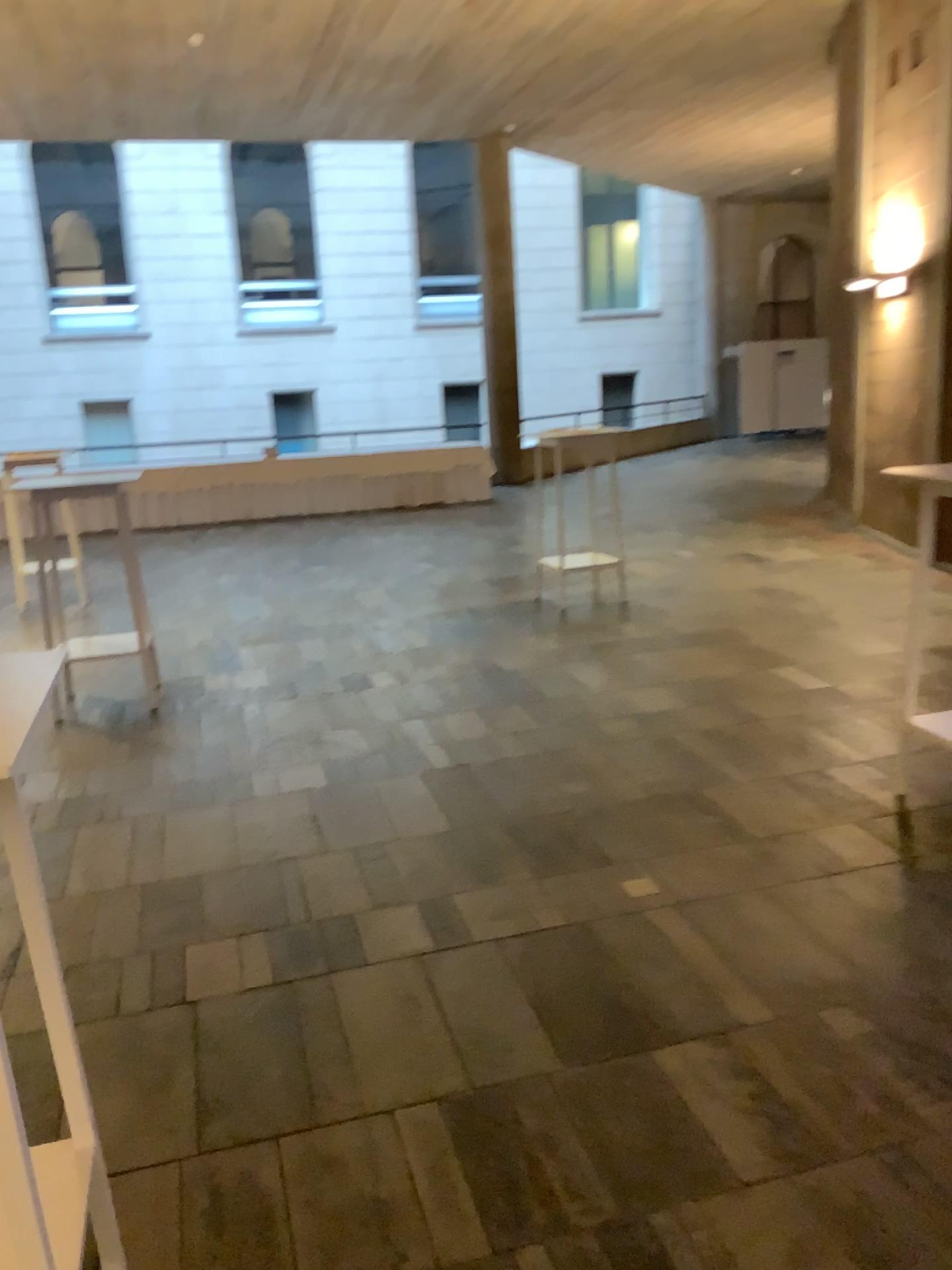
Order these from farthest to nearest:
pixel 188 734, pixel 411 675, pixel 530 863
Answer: pixel 411 675 → pixel 188 734 → pixel 530 863

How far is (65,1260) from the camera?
1.6 meters

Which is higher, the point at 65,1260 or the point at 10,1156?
the point at 10,1156

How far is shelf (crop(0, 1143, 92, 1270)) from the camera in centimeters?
164cm
